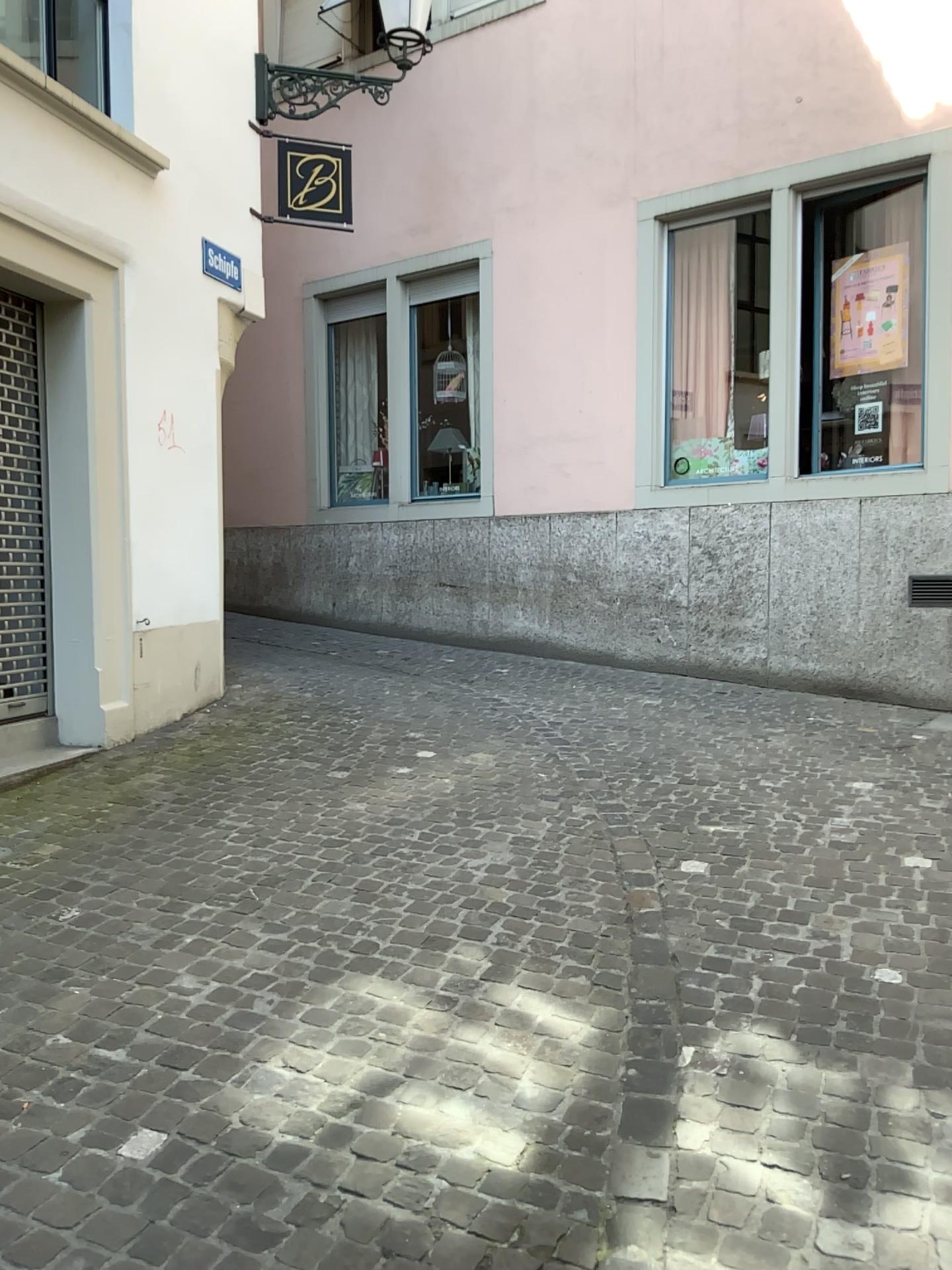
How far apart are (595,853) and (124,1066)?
1.91m
